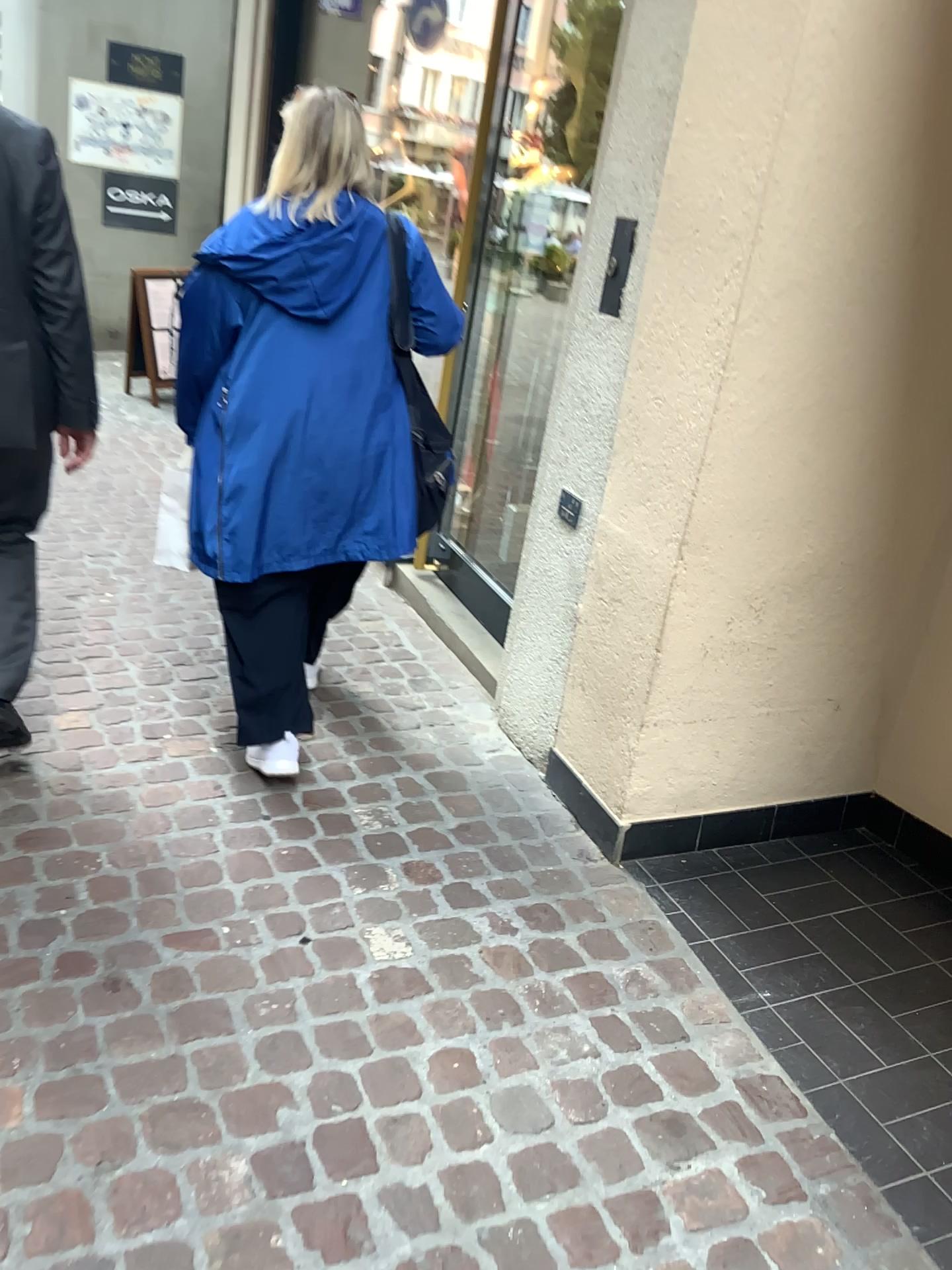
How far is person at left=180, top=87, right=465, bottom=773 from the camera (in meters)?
2.35

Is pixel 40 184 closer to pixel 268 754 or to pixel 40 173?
pixel 40 173

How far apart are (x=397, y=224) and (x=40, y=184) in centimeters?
75cm

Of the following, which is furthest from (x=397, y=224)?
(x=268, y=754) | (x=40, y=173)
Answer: (x=268, y=754)

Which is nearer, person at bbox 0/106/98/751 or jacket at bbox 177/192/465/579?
person at bbox 0/106/98/751

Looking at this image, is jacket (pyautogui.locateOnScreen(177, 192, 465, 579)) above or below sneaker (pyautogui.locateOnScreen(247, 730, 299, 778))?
above

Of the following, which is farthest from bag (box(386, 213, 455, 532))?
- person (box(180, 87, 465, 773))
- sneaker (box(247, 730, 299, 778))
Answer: sneaker (box(247, 730, 299, 778))

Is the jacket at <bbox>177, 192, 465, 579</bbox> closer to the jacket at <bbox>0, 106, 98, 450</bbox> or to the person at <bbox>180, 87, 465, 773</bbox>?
the person at <bbox>180, 87, 465, 773</bbox>

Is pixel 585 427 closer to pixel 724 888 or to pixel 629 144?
pixel 629 144

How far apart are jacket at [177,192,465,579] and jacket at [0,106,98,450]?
0.26m
